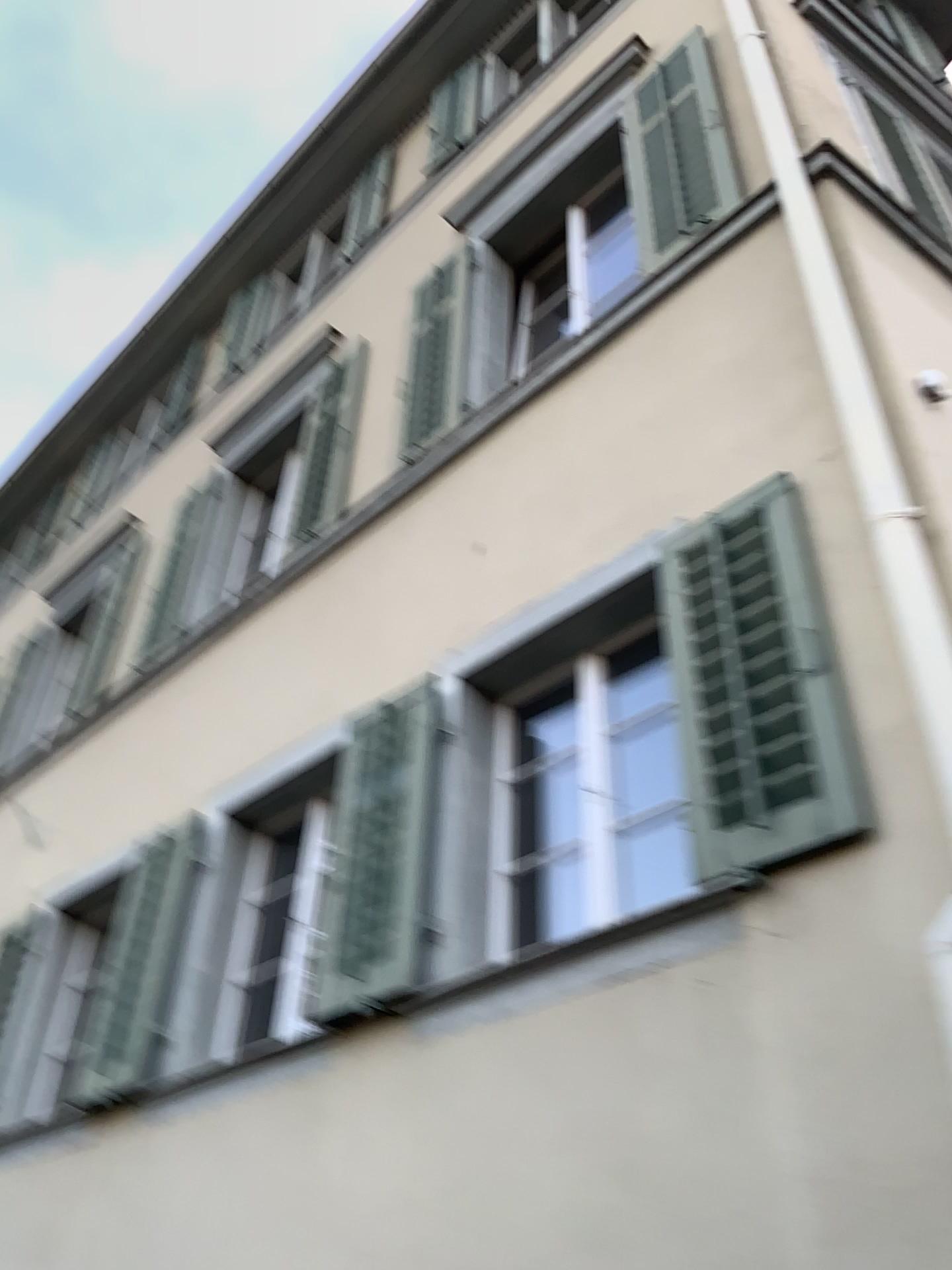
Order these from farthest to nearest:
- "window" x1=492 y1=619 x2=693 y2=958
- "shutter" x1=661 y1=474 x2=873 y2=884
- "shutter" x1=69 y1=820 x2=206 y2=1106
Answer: "shutter" x1=69 y1=820 x2=206 y2=1106, "window" x1=492 y1=619 x2=693 y2=958, "shutter" x1=661 y1=474 x2=873 y2=884

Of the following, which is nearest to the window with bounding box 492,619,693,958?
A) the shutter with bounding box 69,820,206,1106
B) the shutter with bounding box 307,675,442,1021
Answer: the shutter with bounding box 307,675,442,1021

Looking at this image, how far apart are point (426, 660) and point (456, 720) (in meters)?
0.51

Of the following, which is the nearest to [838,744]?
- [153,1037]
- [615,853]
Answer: [615,853]

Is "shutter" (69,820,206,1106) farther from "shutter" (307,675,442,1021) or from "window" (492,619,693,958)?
"window" (492,619,693,958)

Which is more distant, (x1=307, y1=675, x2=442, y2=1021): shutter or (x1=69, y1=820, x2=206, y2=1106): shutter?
(x1=69, y1=820, x2=206, y2=1106): shutter

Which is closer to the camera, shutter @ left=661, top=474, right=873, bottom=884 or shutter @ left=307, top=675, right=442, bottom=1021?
shutter @ left=661, top=474, right=873, bottom=884

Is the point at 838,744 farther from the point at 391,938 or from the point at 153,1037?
the point at 153,1037

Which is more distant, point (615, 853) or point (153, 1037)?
point (153, 1037)
